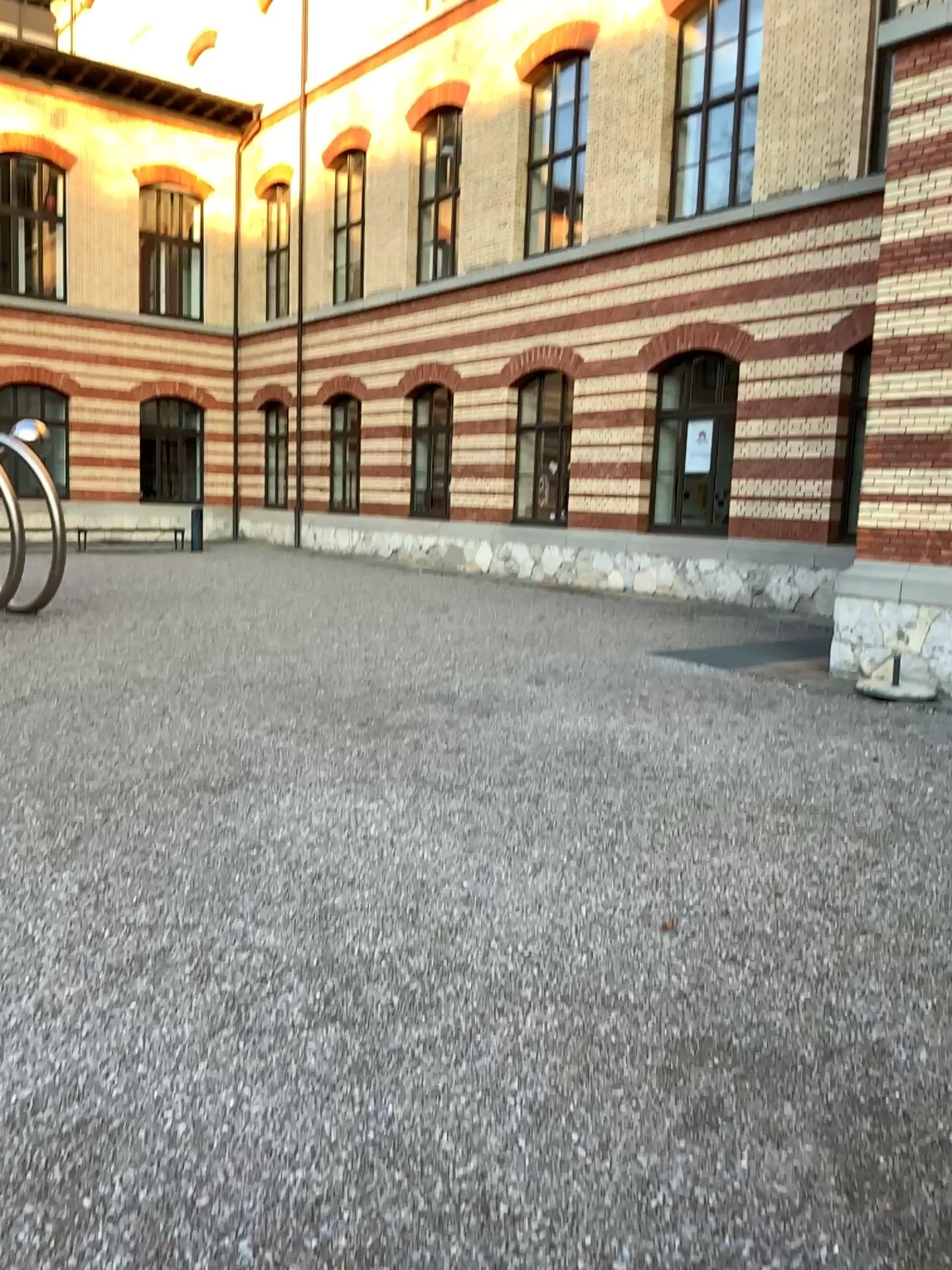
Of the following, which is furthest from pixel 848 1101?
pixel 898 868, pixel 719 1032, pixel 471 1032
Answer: pixel 898 868
